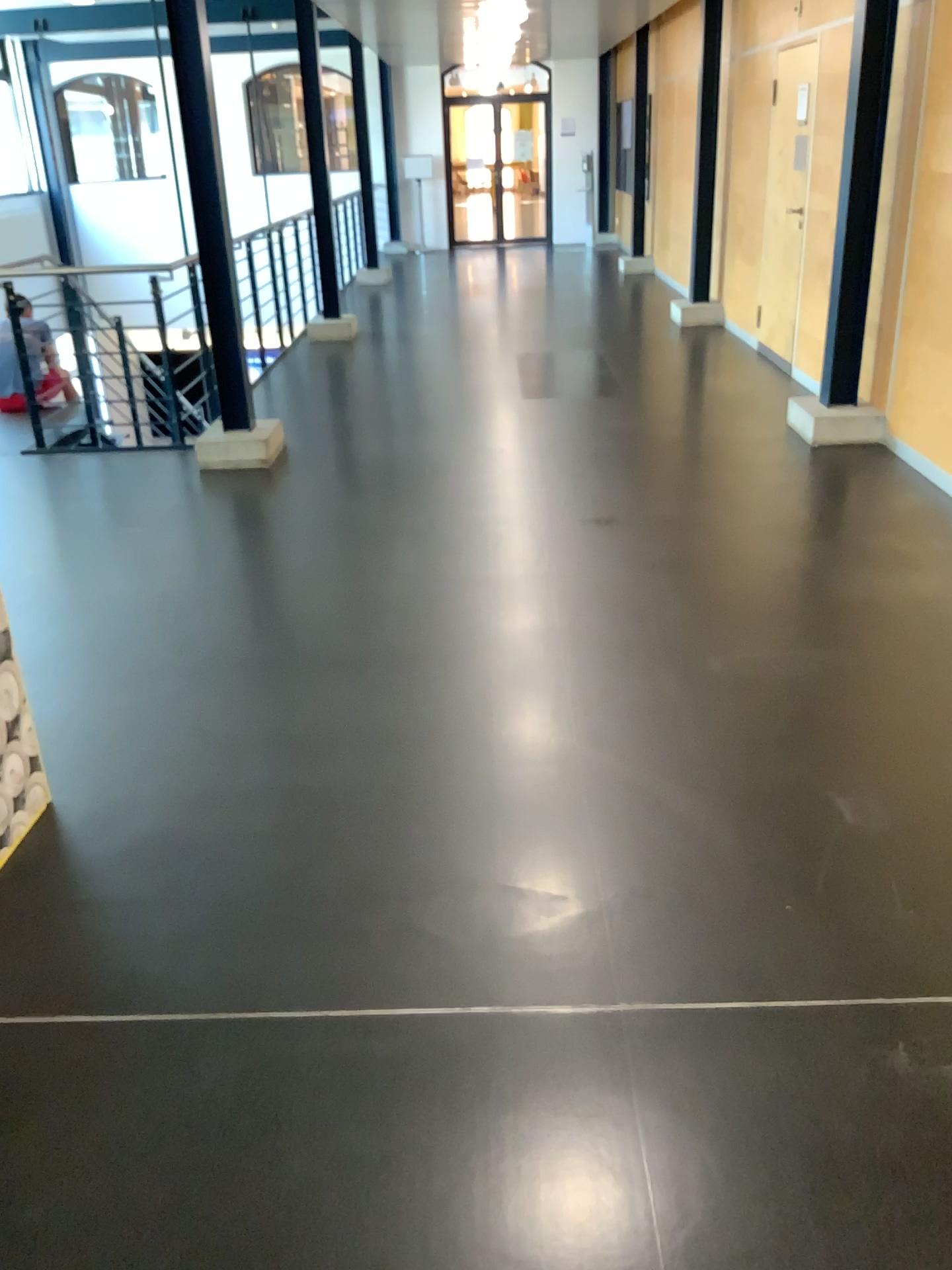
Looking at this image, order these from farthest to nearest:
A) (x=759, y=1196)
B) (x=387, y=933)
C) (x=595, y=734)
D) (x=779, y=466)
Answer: (x=779, y=466) → (x=595, y=734) → (x=387, y=933) → (x=759, y=1196)
